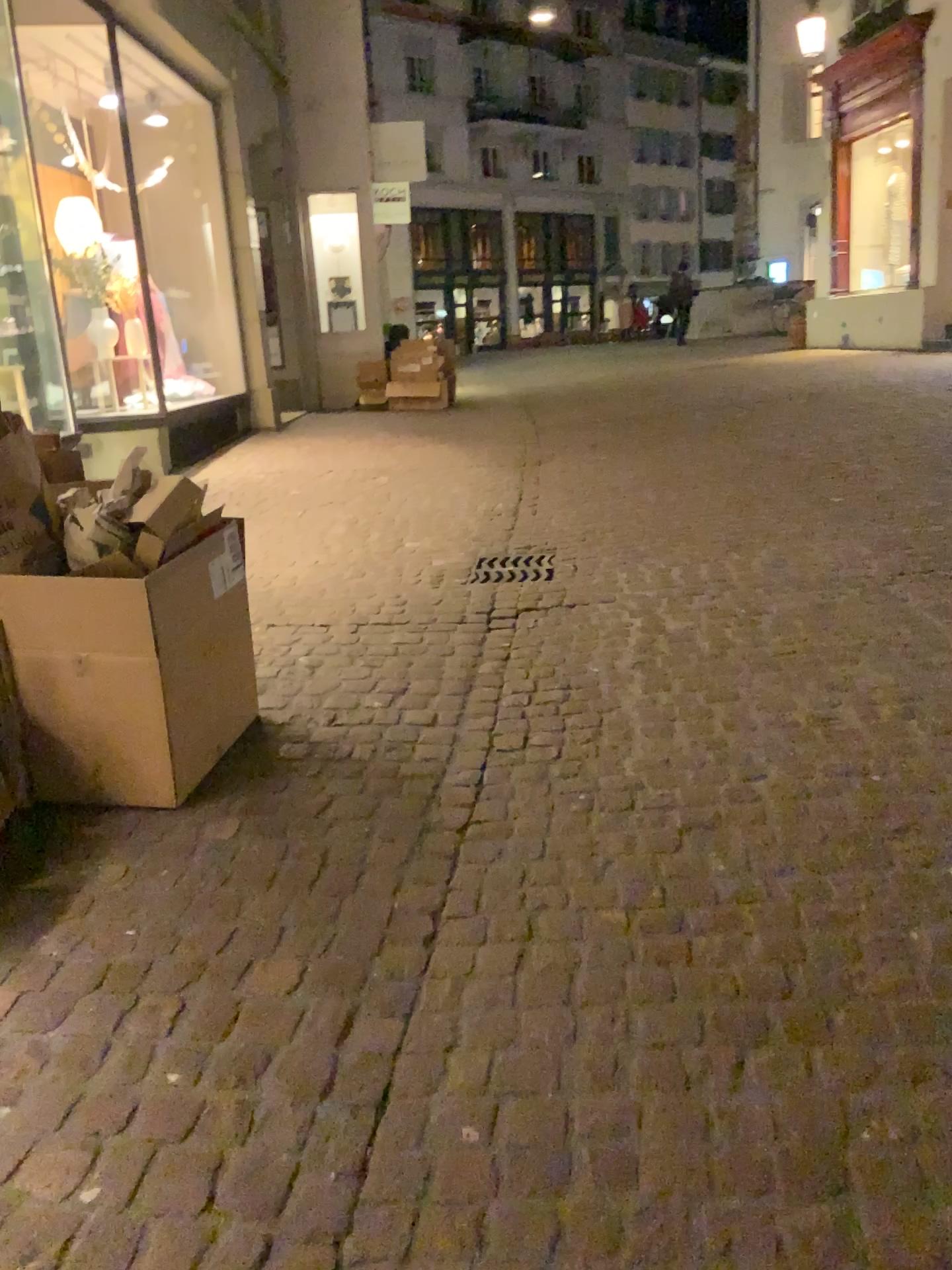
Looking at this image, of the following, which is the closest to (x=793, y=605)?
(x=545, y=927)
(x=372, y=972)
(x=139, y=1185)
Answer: (x=545, y=927)

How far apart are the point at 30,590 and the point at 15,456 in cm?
40

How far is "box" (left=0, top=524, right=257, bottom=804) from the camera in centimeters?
256cm

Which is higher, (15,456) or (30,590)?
(15,456)

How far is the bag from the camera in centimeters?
273cm

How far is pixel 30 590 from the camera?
2.6 meters
